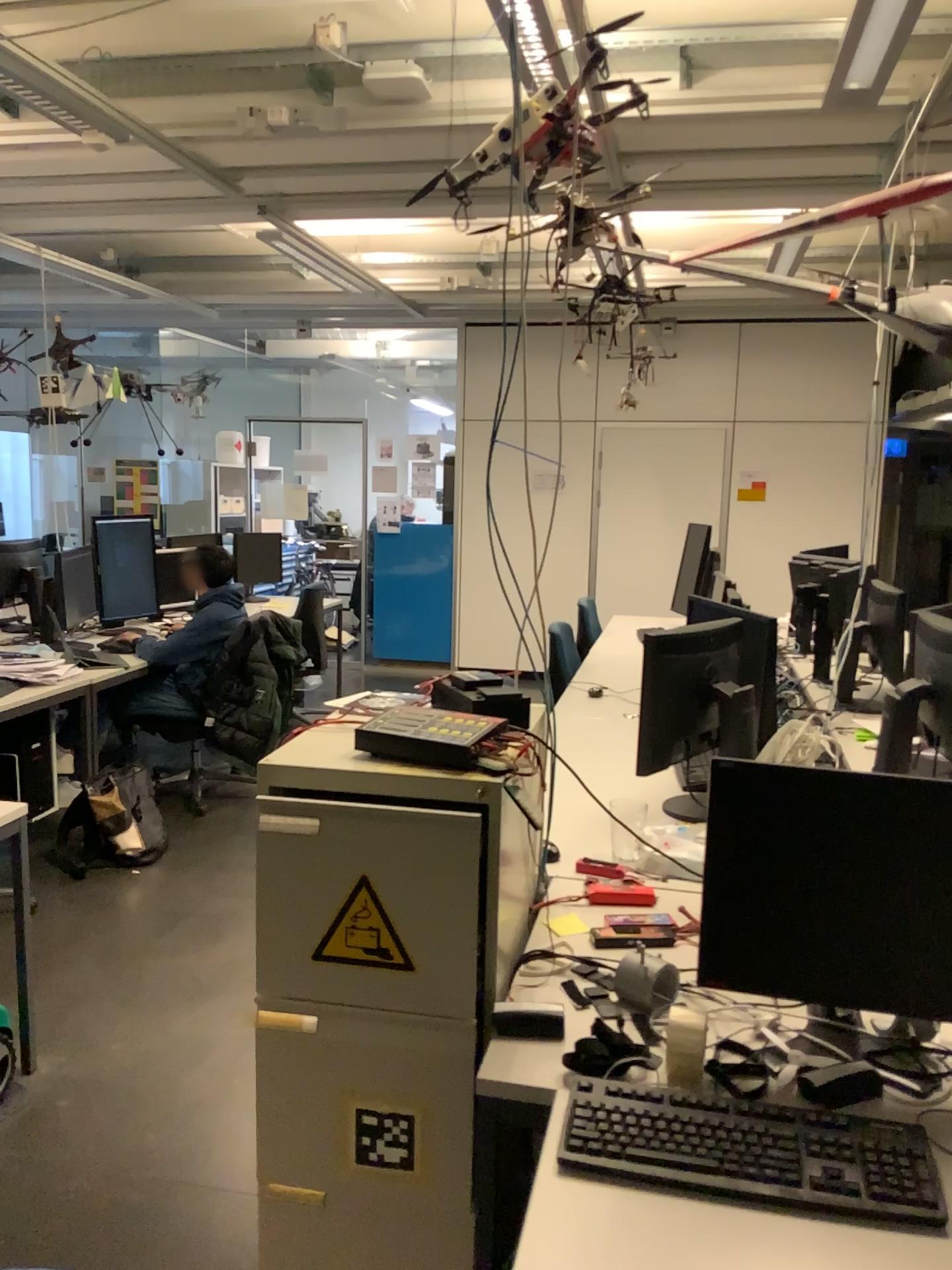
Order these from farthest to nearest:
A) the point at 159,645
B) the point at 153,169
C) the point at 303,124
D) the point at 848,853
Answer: the point at 159,645 < the point at 153,169 < the point at 303,124 < the point at 848,853

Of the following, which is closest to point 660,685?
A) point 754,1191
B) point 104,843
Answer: point 754,1191

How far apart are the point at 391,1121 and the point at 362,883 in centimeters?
40cm

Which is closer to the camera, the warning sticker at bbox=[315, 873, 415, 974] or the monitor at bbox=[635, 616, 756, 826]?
the warning sticker at bbox=[315, 873, 415, 974]

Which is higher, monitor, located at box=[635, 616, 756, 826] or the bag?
monitor, located at box=[635, 616, 756, 826]

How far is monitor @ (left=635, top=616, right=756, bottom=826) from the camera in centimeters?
263cm

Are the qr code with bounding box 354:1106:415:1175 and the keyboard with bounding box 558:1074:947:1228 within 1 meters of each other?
yes

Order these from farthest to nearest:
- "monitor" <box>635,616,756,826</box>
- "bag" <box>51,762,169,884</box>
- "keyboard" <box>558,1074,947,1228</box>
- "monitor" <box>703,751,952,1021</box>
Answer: "bag" <box>51,762,169,884</box> < "monitor" <box>635,616,756,826</box> < "monitor" <box>703,751,952,1021</box> < "keyboard" <box>558,1074,947,1228</box>

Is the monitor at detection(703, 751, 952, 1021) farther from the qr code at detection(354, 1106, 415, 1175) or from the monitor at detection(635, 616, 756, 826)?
the monitor at detection(635, 616, 756, 826)

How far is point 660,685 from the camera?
2.63m
